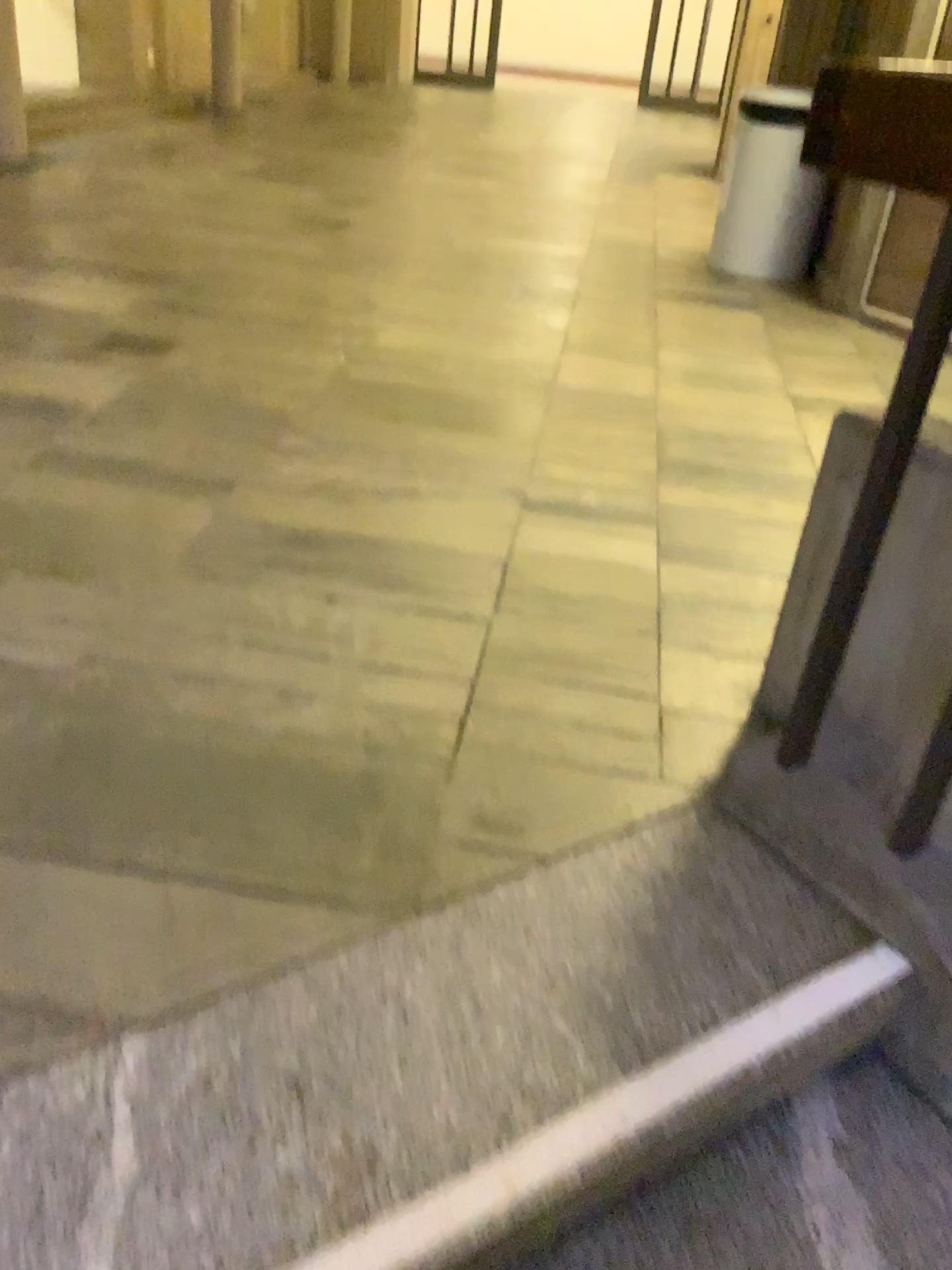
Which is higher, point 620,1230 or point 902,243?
point 902,243

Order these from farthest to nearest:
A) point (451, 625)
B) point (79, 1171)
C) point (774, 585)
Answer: point (774, 585)
point (451, 625)
point (79, 1171)

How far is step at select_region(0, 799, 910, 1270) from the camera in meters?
1.0 m

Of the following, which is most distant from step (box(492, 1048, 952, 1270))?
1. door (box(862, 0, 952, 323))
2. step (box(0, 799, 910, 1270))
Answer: door (box(862, 0, 952, 323))

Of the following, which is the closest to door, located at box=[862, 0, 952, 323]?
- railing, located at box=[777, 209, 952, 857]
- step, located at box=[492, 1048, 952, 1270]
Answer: railing, located at box=[777, 209, 952, 857]

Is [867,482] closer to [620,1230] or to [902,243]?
[620,1230]

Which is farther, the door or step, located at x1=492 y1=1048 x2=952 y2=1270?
the door

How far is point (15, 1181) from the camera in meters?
1.0

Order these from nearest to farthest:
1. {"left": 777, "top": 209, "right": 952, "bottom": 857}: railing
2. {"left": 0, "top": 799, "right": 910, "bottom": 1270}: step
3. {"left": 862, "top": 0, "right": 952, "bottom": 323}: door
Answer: {"left": 0, "top": 799, "right": 910, "bottom": 1270}: step, {"left": 777, "top": 209, "right": 952, "bottom": 857}: railing, {"left": 862, "top": 0, "right": 952, "bottom": 323}: door

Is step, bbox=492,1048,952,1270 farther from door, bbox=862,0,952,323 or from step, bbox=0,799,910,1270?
door, bbox=862,0,952,323
